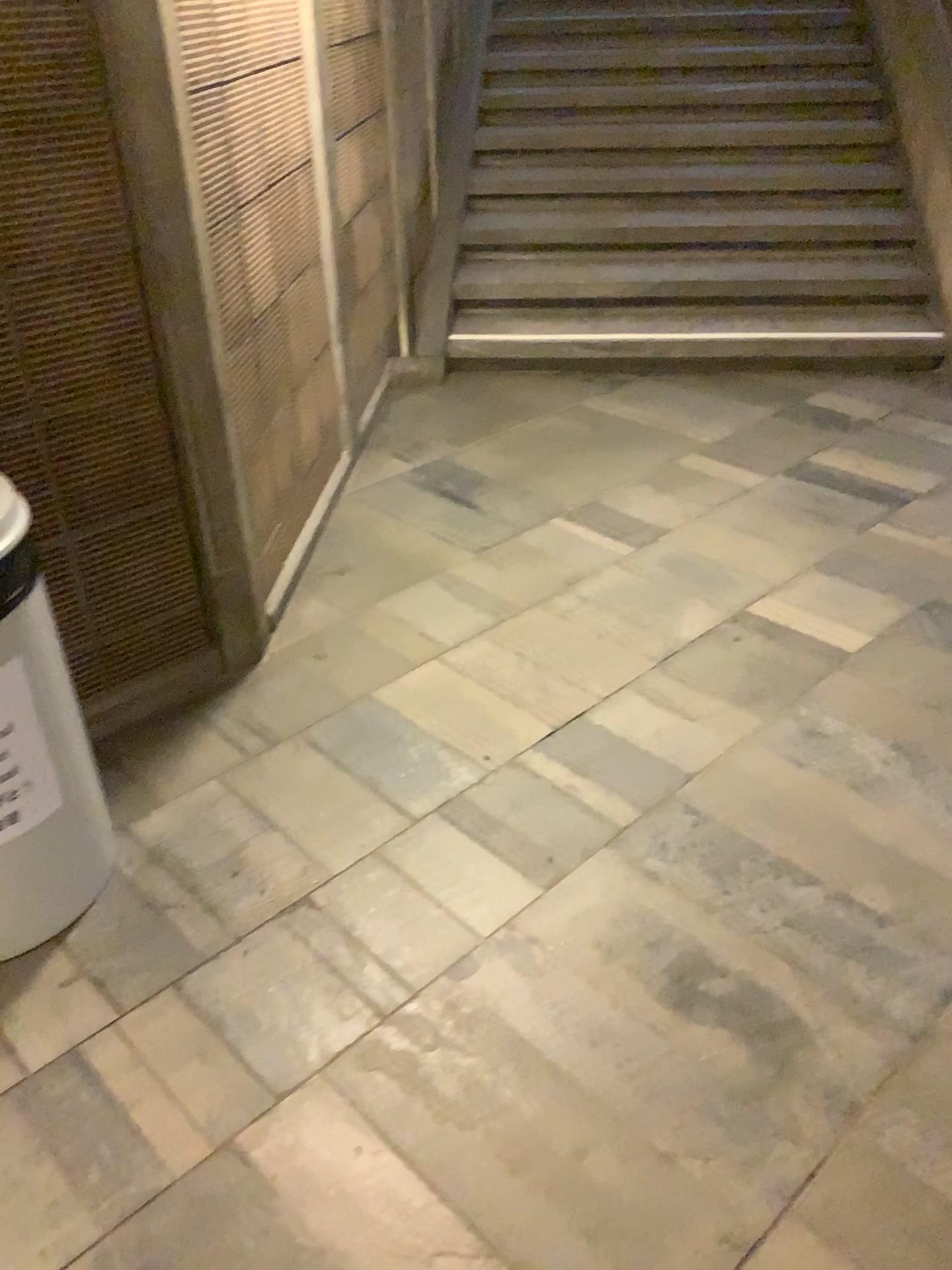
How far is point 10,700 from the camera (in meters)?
1.62

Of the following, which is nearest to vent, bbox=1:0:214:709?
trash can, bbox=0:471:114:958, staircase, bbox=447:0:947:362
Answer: trash can, bbox=0:471:114:958

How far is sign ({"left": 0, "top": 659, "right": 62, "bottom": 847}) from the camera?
1.6m

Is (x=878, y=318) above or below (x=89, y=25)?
below

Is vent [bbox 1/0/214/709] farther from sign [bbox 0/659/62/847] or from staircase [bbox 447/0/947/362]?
staircase [bbox 447/0/947/362]

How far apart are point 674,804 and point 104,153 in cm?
160

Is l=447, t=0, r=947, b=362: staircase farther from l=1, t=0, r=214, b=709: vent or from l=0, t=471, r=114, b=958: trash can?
l=0, t=471, r=114, b=958: trash can

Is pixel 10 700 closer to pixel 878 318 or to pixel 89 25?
pixel 89 25

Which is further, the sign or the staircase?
the staircase

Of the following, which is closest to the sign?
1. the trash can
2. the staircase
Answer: the trash can
